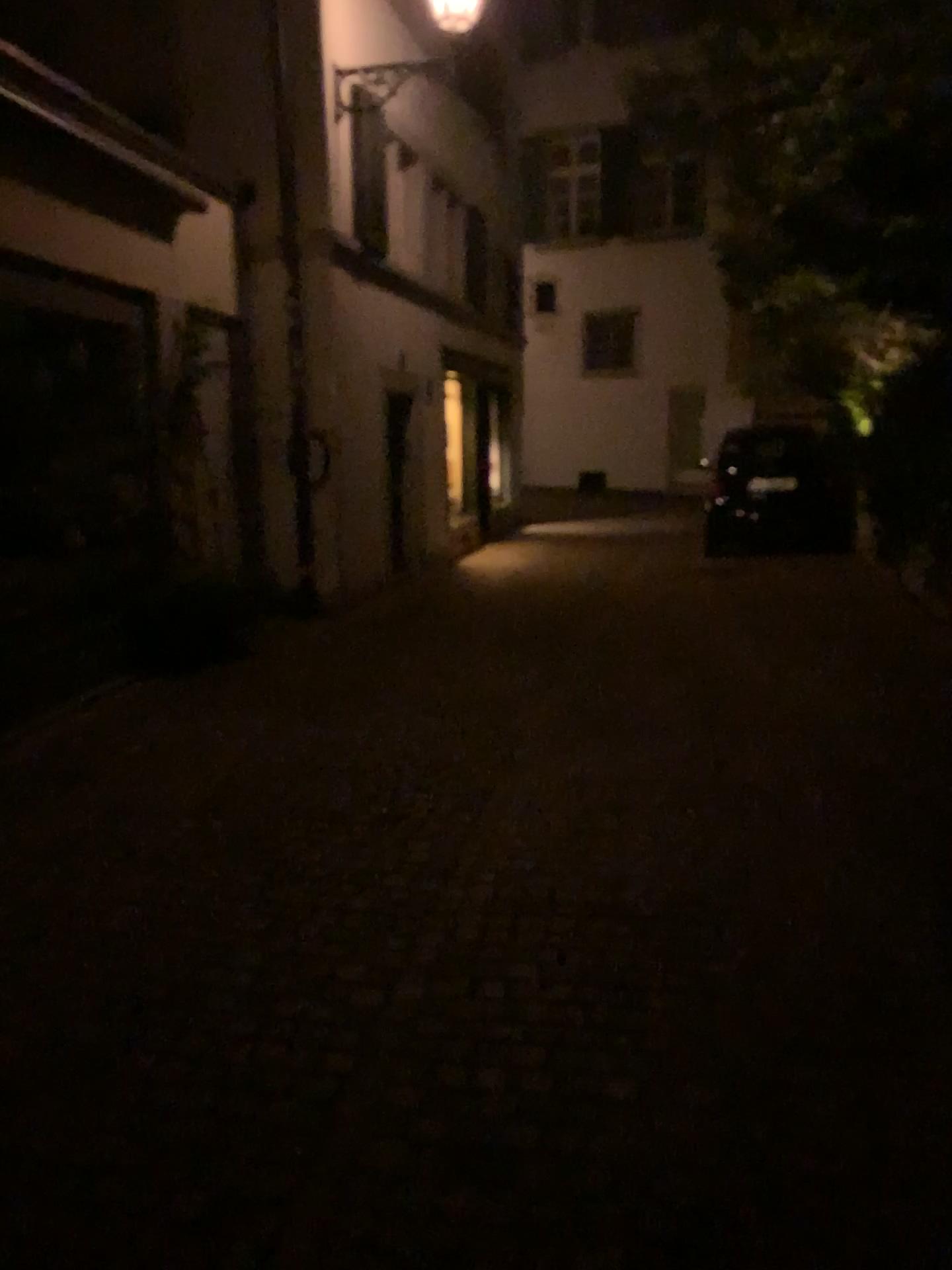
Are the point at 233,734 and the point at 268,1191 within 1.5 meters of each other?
no
